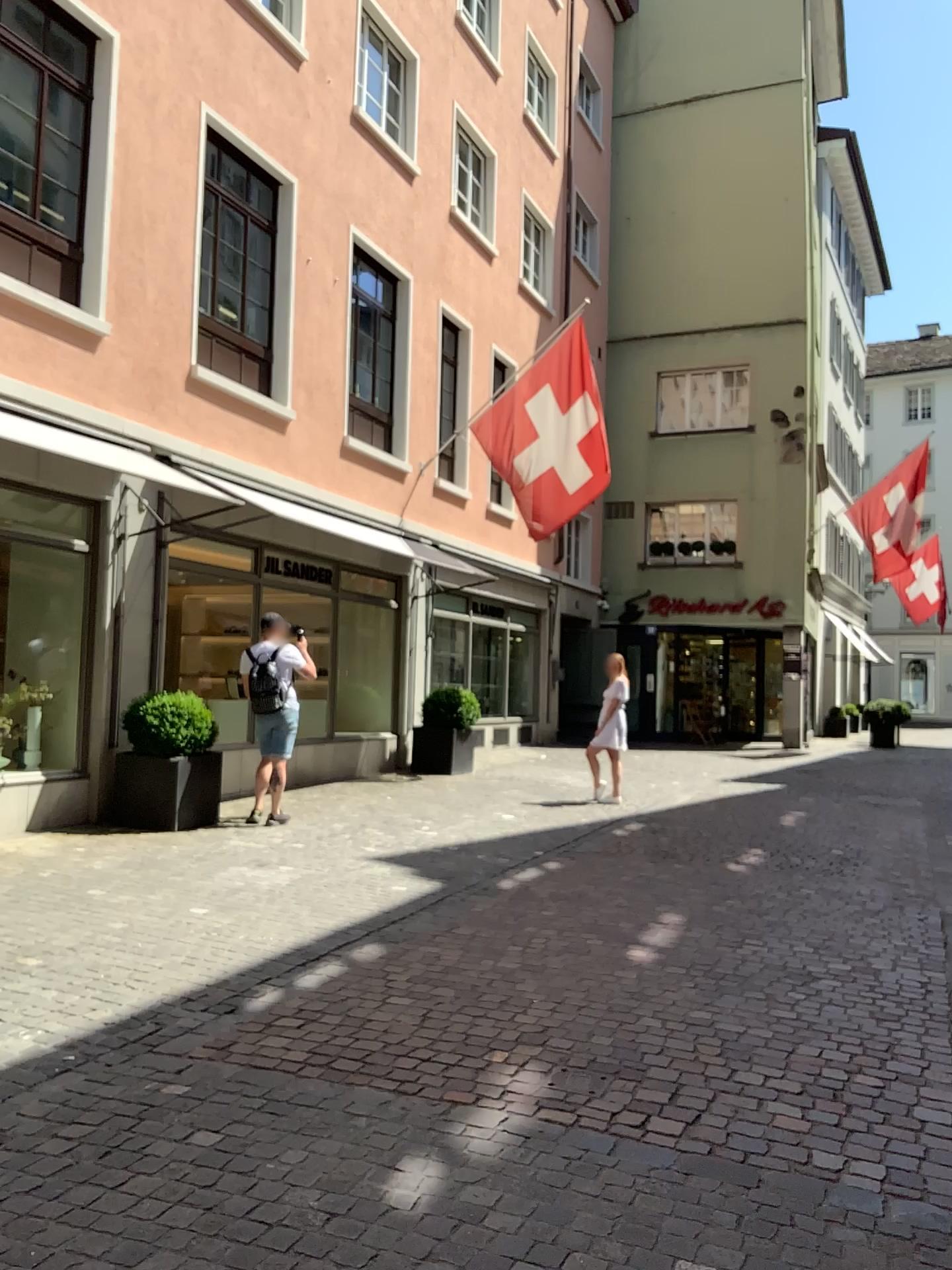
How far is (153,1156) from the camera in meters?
3.0
